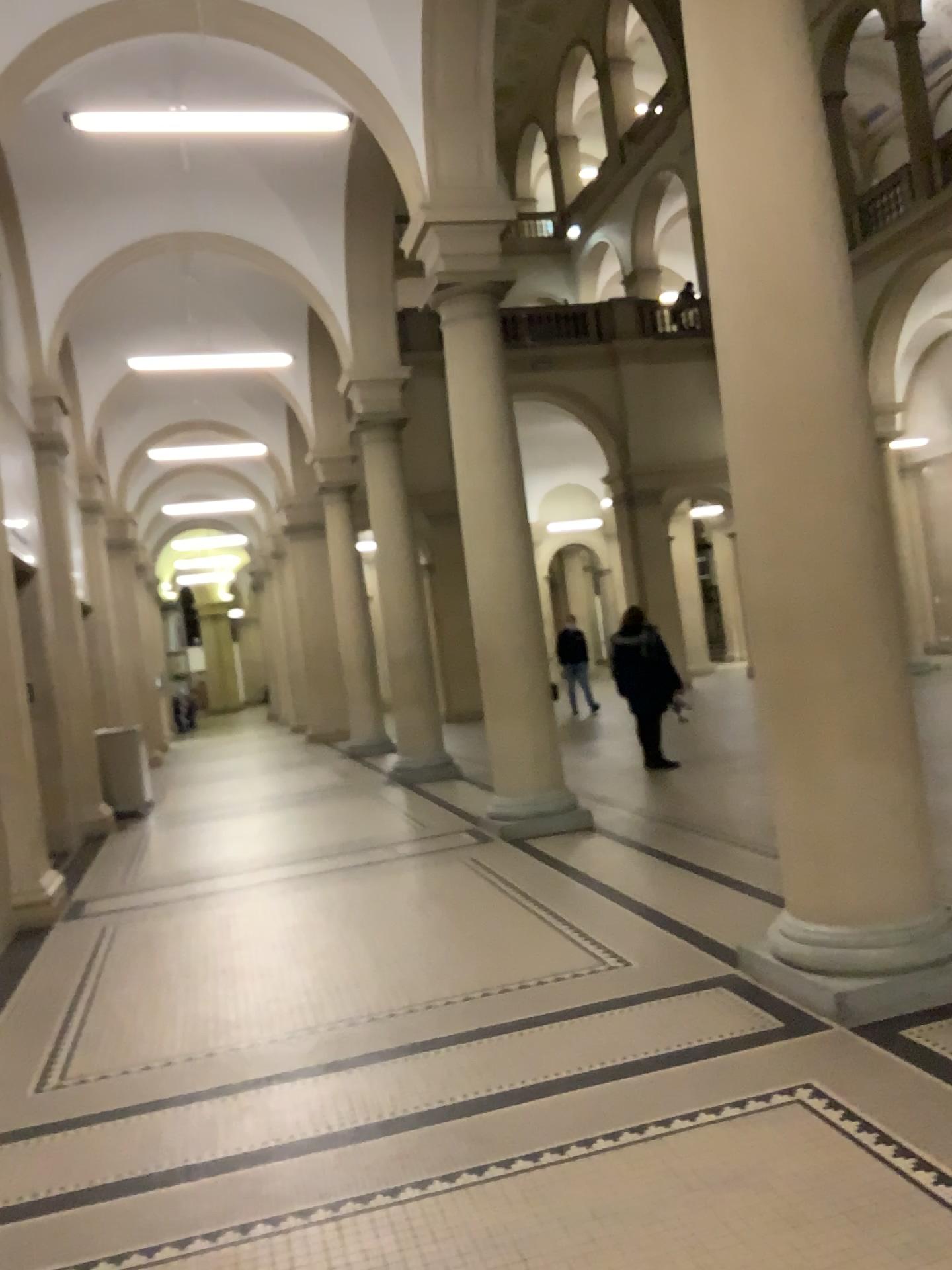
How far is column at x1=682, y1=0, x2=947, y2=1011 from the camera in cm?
381

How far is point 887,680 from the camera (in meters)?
3.81

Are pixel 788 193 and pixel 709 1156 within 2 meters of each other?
no
